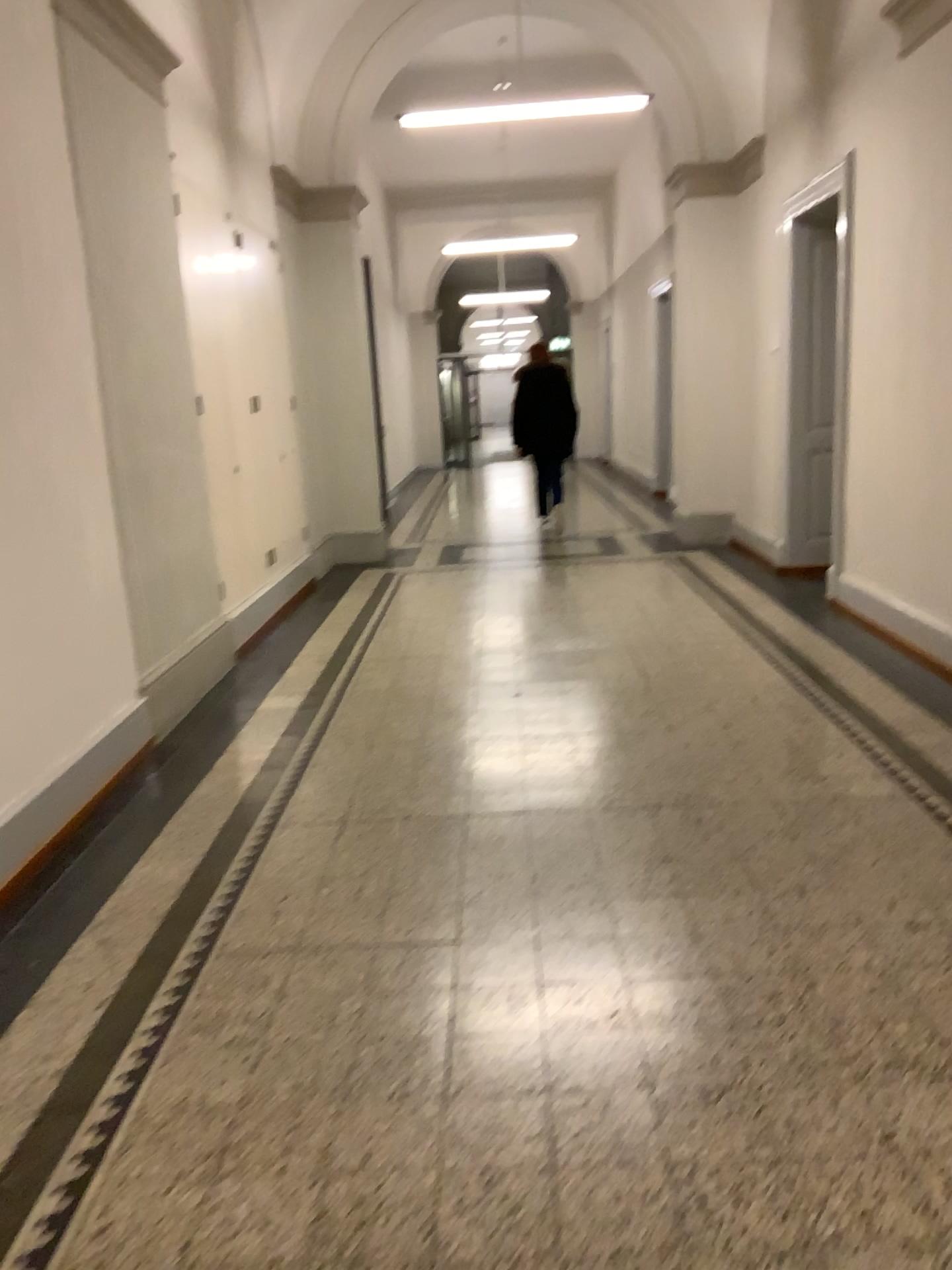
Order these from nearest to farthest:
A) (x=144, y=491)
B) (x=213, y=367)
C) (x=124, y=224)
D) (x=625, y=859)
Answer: (x=625, y=859)
(x=124, y=224)
(x=144, y=491)
(x=213, y=367)
